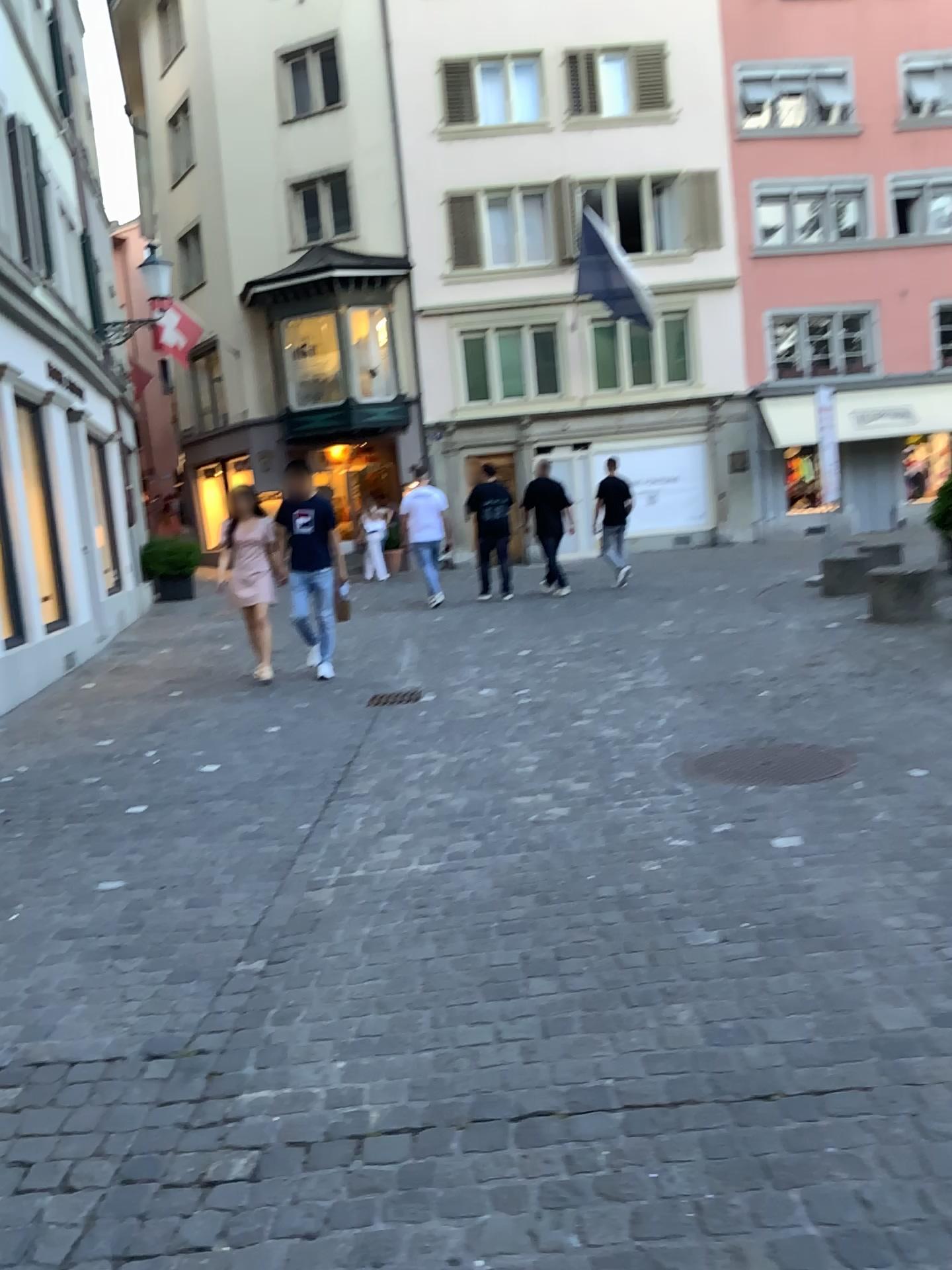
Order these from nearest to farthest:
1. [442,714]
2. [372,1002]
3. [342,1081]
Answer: [342,1081] < [372,1002] < [442,714]
